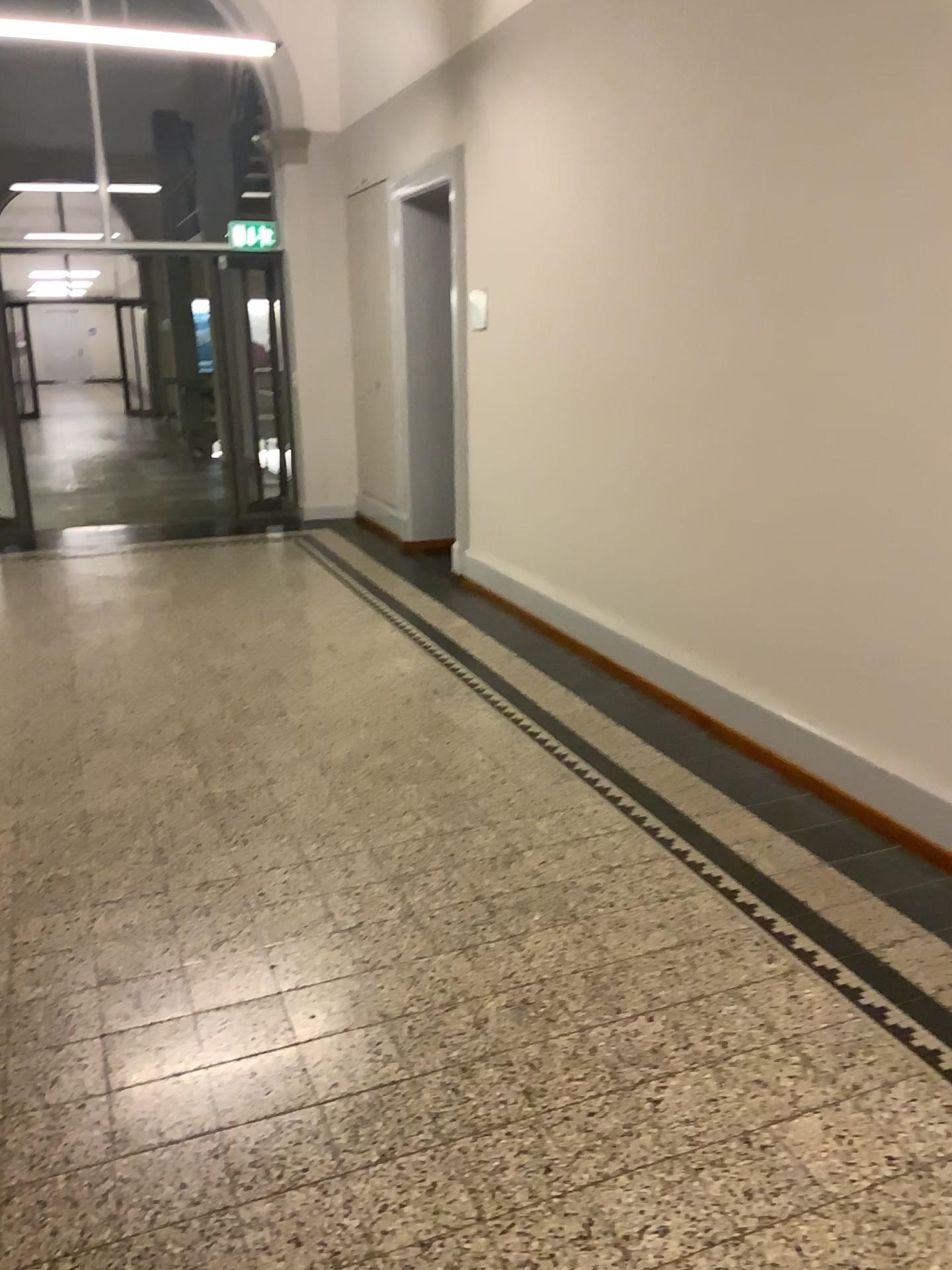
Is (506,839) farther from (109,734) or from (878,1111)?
(109,734)
